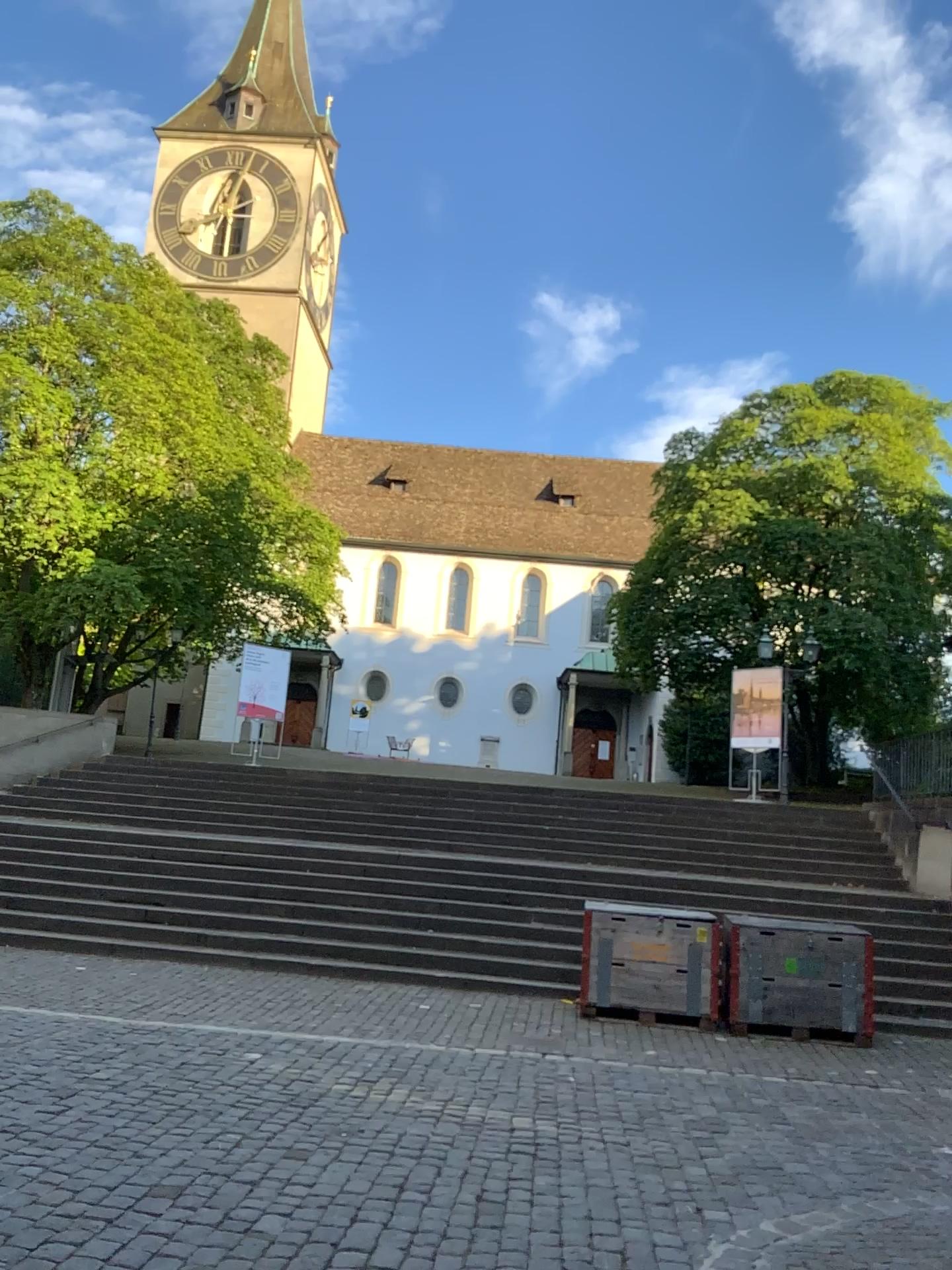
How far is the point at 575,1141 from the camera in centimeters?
492cm
